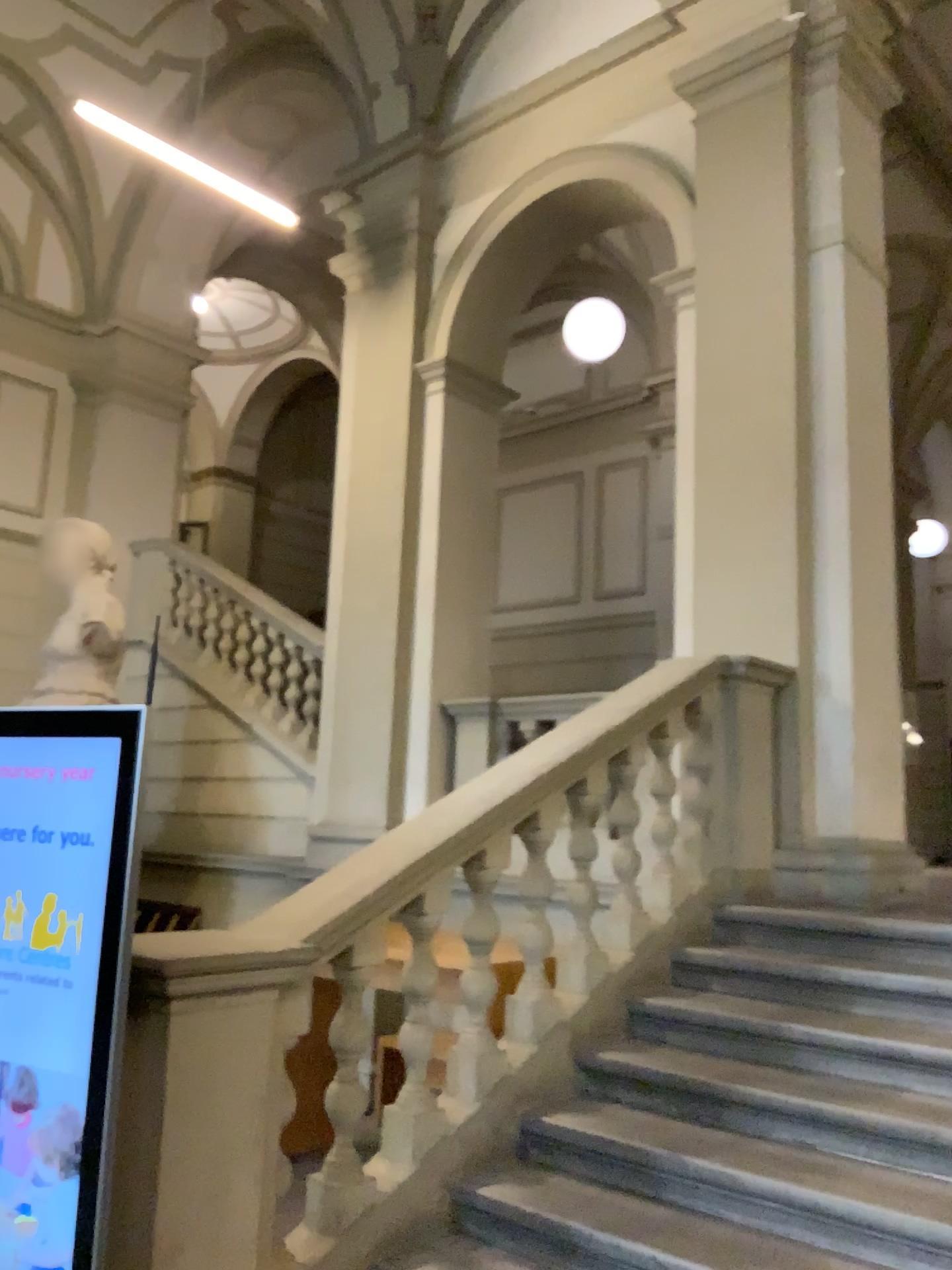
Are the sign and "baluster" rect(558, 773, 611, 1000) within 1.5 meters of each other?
Result: no

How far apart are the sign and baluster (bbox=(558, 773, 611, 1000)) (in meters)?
1.88

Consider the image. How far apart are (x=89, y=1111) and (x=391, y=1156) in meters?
1.1 m

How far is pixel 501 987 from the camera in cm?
386

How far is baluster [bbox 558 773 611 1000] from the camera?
3.7 meters

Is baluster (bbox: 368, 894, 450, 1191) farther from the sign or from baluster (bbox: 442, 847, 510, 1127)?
the sign

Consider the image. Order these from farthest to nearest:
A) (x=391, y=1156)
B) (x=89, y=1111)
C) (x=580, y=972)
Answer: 1. (x=580, y=972)
2. (x=391, y=1156)
3. (x=89, y=1111)

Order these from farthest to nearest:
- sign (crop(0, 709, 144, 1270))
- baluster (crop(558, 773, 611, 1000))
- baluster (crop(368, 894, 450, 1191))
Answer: baluster (crop(558, 773, 611, 1000)) < baluster (crop(368, 894, 450, 1191)) < sign (crop(0, 709, 144, 1270))

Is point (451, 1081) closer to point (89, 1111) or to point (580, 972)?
point (580, 972)

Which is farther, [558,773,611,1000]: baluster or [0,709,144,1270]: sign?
[558,773,611,1000]: baluster
